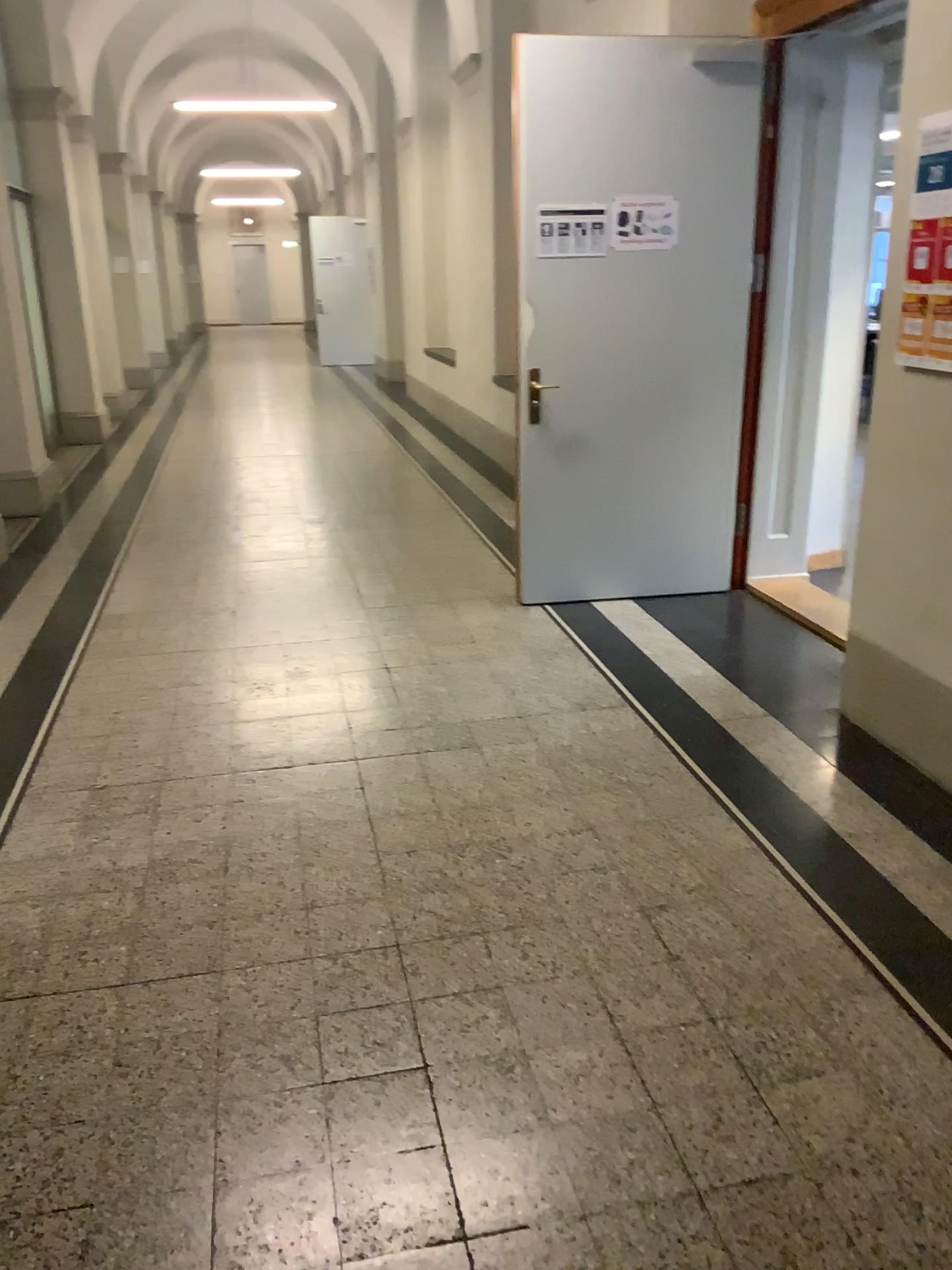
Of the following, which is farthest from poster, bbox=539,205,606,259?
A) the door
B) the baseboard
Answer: the baseboard

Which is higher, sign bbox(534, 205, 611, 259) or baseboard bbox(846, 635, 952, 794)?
sign bbox(534, 205, 611, 259)

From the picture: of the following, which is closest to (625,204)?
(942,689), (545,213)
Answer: (545,213)

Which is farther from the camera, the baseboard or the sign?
the sign

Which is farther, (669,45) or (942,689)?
(669,45)

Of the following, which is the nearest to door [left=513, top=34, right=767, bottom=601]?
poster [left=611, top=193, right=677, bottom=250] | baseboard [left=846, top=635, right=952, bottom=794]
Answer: poster [left=611, top=193, right=677, bottom=250]

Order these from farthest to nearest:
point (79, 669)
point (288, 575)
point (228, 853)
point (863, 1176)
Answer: point (288, 575), point (79, 669), point (228, 853), point (863, 1176)

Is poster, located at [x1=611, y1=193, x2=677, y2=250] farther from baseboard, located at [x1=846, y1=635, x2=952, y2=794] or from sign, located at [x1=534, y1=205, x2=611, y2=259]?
baseboard, located at [x1=846, y1=635, x2=952, y2=794]

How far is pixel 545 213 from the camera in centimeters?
437cm

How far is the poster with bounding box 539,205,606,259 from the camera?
4.37m
